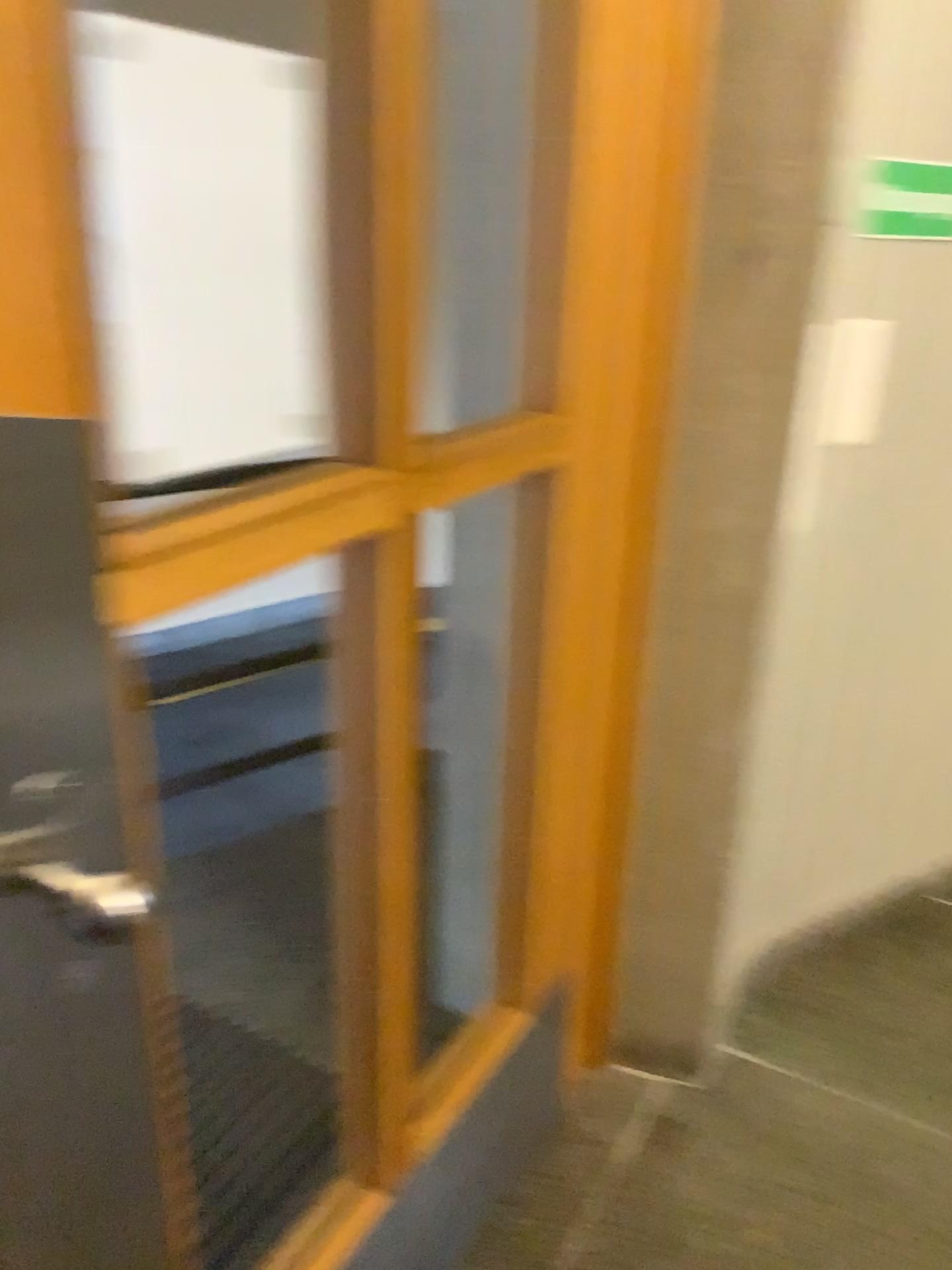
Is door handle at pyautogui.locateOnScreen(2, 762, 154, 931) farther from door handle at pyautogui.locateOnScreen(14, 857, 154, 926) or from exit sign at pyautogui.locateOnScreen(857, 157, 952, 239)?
exit sign at pyautogui.locateOnScreen(857, 157, 952, 239)

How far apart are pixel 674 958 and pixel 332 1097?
0.6 meters

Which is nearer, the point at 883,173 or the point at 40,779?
the point at 40,779

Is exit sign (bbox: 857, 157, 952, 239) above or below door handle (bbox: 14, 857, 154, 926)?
above

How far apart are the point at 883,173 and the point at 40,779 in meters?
1.6

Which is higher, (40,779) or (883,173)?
(883,173)

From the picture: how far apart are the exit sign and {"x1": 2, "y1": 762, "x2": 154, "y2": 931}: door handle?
1.6m

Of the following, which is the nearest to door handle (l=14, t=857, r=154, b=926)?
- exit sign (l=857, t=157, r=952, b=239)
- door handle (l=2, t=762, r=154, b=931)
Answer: door handle (l=2, t=762, r=154, b=931)

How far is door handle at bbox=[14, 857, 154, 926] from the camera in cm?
72

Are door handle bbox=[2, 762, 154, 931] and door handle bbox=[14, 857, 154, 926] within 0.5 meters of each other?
yes
